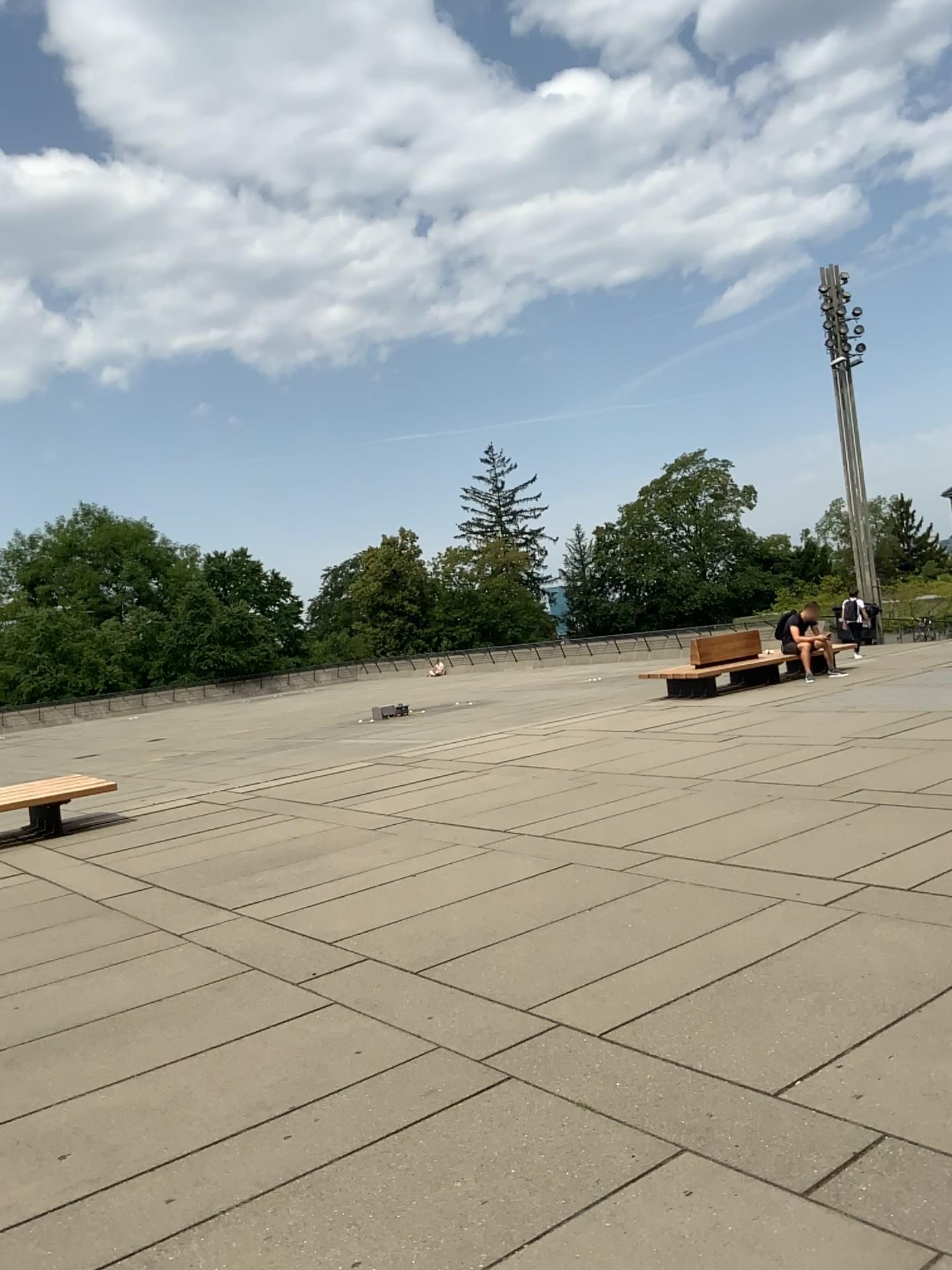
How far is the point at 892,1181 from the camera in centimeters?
267cm
